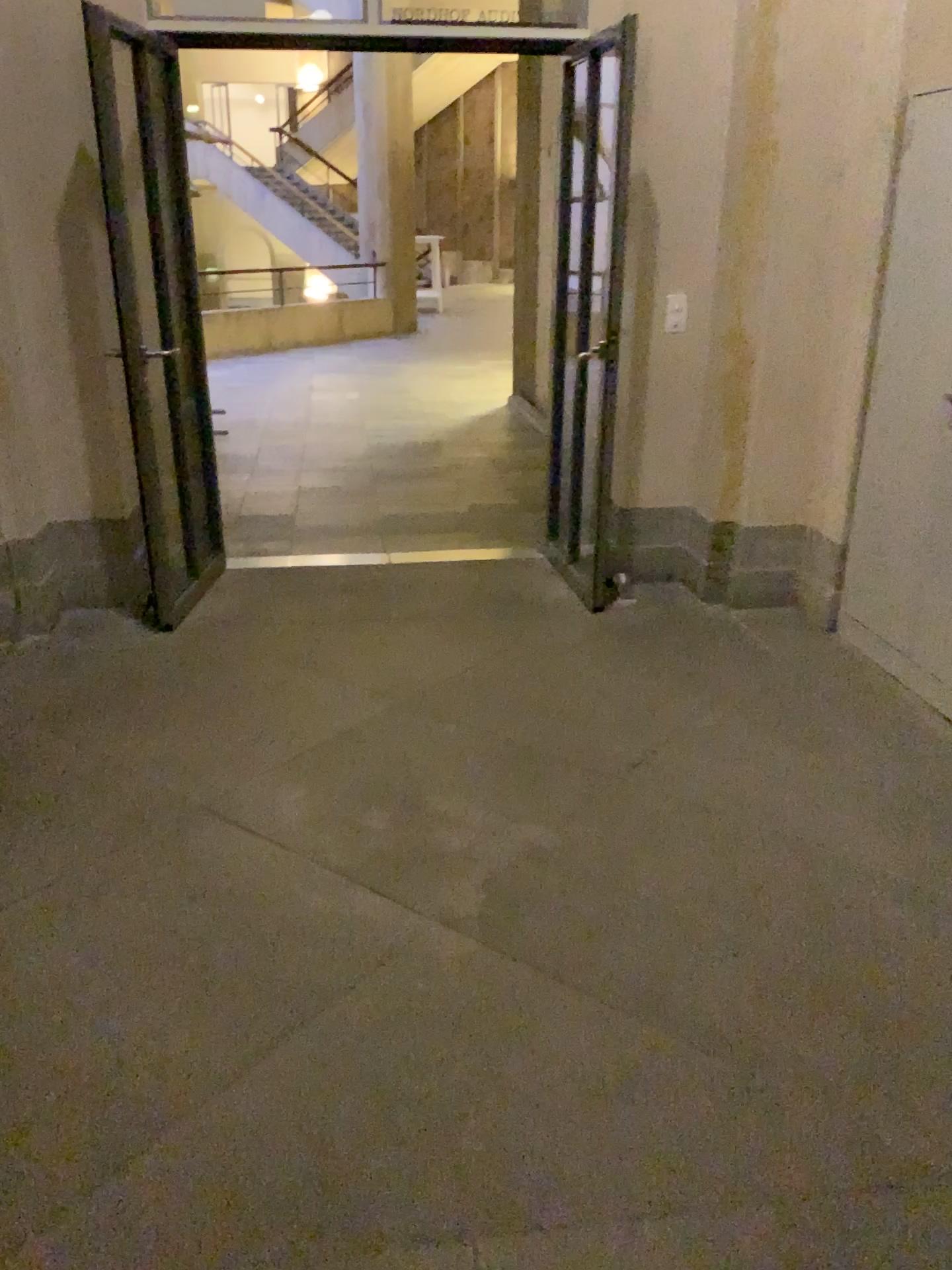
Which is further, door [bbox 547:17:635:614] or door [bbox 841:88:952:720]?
door [bbox 547:17:635:614]

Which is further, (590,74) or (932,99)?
(590,74)

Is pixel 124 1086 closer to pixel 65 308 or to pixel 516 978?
pixel 516 978
